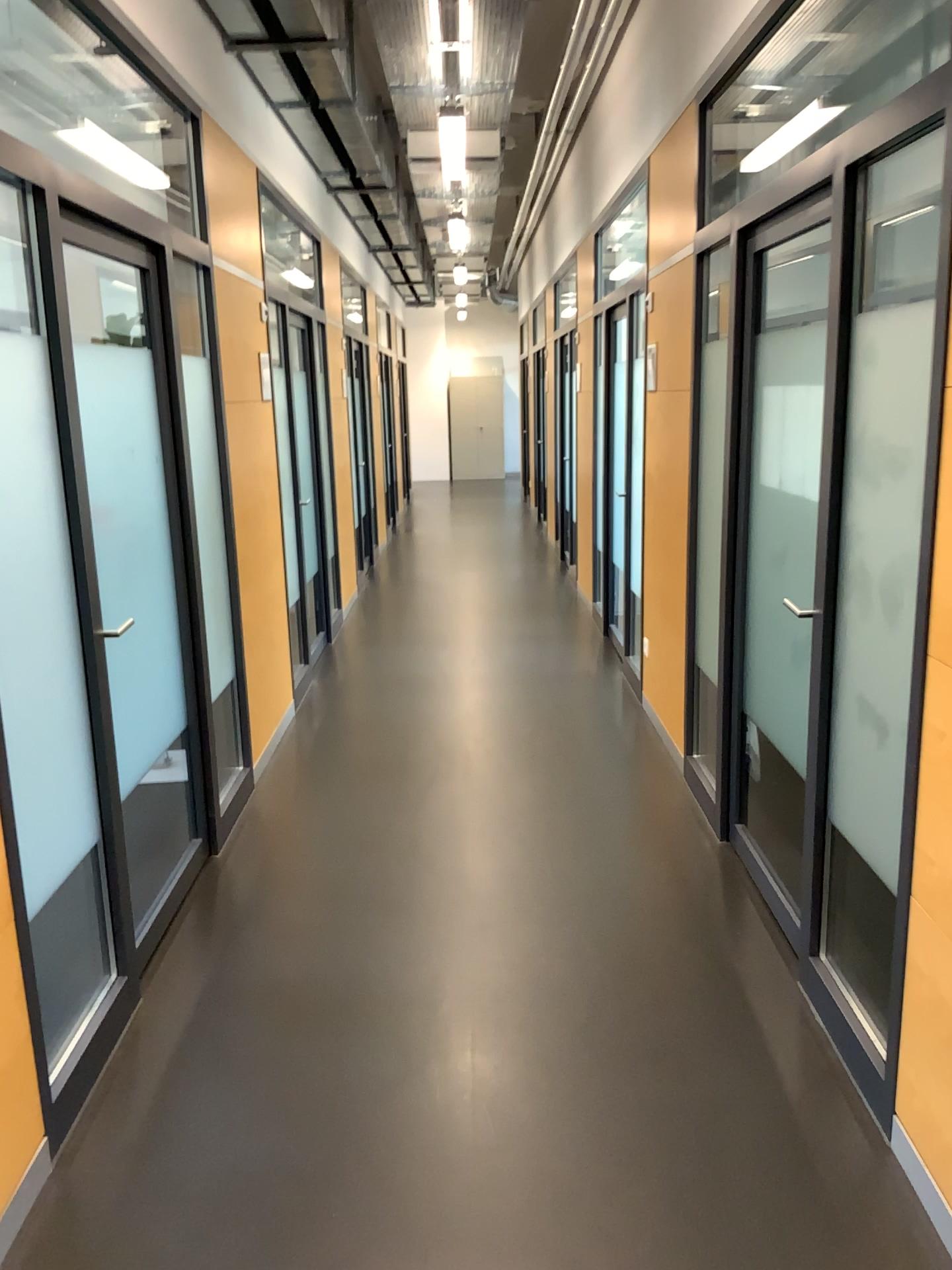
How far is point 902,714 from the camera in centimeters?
222cm
